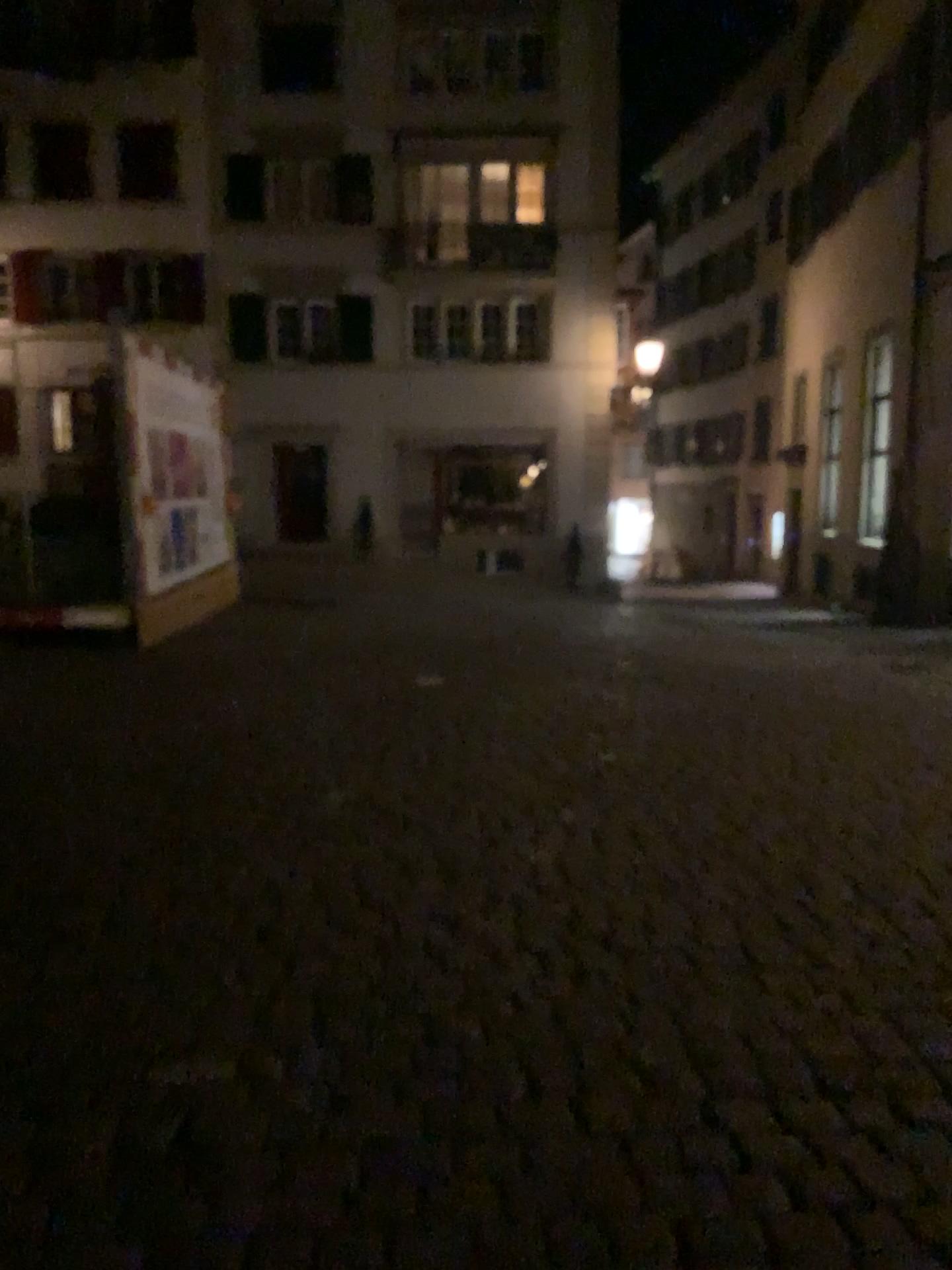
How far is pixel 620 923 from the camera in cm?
341
